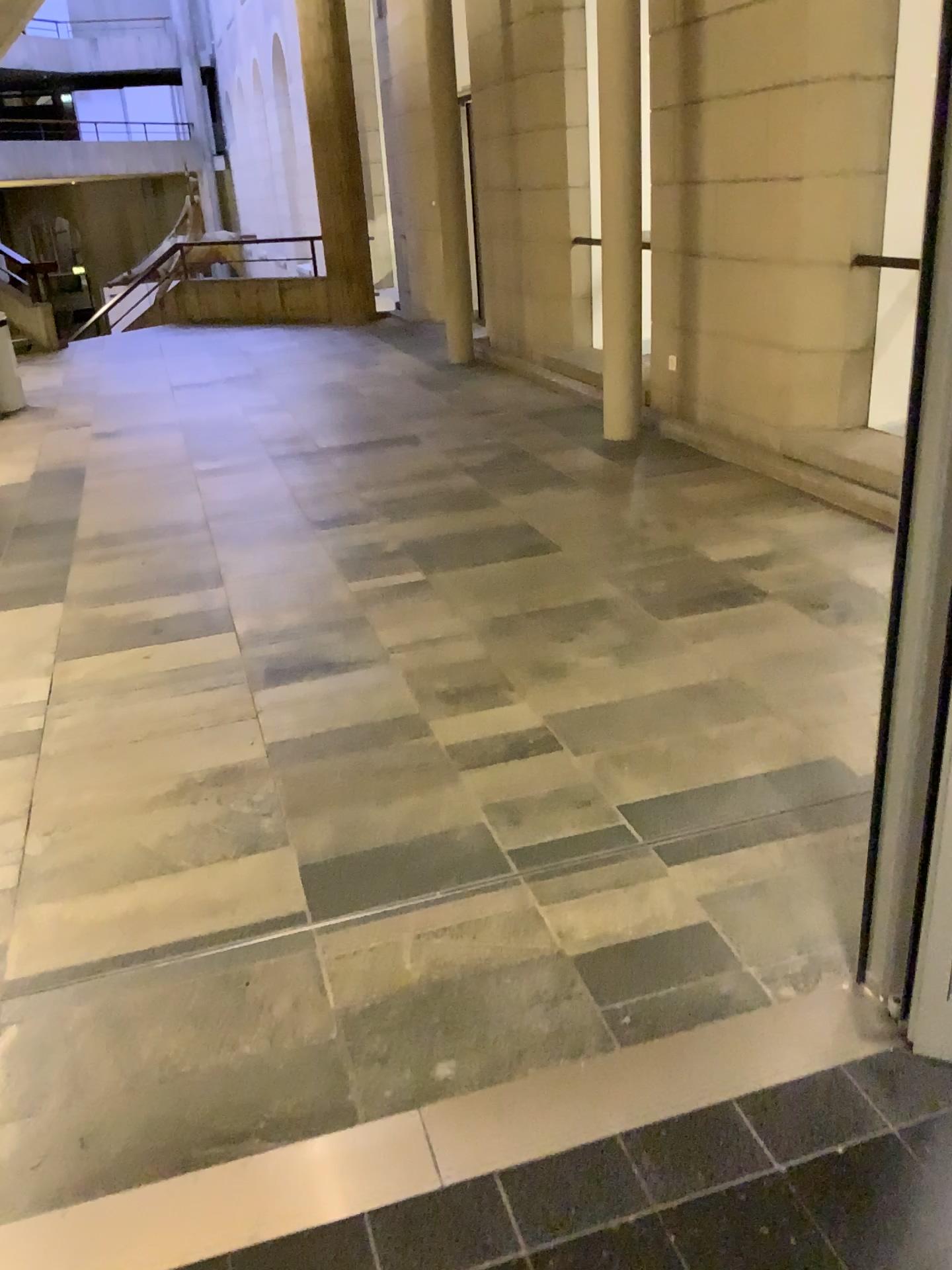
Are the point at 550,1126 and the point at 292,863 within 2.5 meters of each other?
yes
